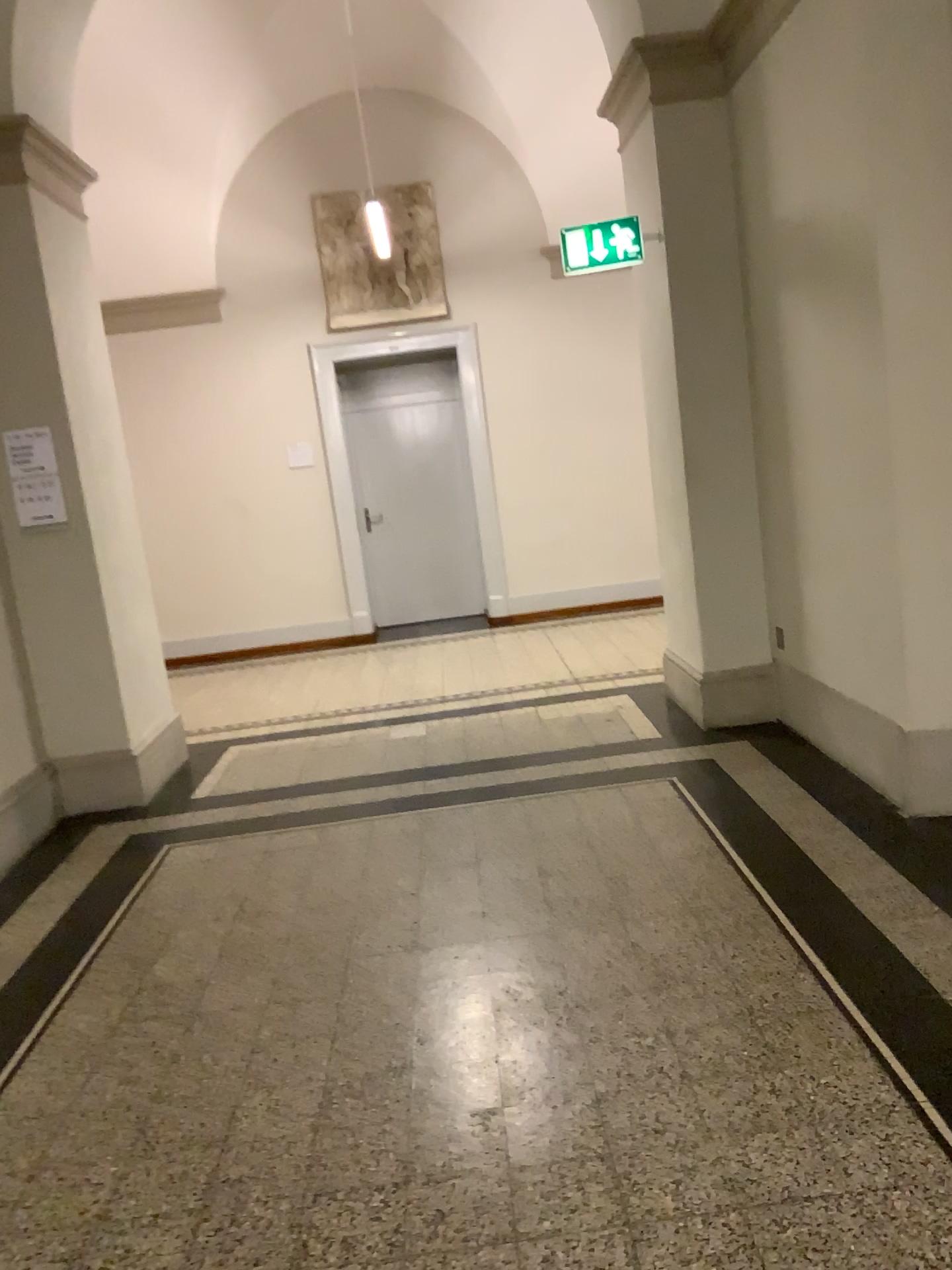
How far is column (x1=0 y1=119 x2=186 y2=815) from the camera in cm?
463

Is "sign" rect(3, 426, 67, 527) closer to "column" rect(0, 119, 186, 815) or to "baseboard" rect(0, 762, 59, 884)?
"column" rect(0, 119, 186, 815)

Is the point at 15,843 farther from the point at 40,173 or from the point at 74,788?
the point at 40,173

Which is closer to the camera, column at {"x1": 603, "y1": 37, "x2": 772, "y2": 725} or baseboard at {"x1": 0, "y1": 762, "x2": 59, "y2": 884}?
baseboard at {"x1": 0, "y1": 762, "x2": 59, "y2": 884}

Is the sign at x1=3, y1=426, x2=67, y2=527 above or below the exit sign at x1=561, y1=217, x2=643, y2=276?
below

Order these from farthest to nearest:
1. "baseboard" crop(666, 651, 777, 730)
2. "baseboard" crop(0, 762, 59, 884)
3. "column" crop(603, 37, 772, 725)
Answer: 1. "baseboard" crop(666, 651, 777, 730)
2. "column" crop(603, 37, 772, 725)
3. "baseboard" crop(0, 762, 59, 884)

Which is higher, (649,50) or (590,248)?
(649,50)

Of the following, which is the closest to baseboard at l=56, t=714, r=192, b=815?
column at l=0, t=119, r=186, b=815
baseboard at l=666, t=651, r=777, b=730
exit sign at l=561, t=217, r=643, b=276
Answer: column at l=0, t=119, r=186, b=815

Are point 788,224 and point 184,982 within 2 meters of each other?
no

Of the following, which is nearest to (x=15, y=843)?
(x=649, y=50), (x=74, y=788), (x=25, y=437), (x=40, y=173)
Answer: (x=74, y=788)
